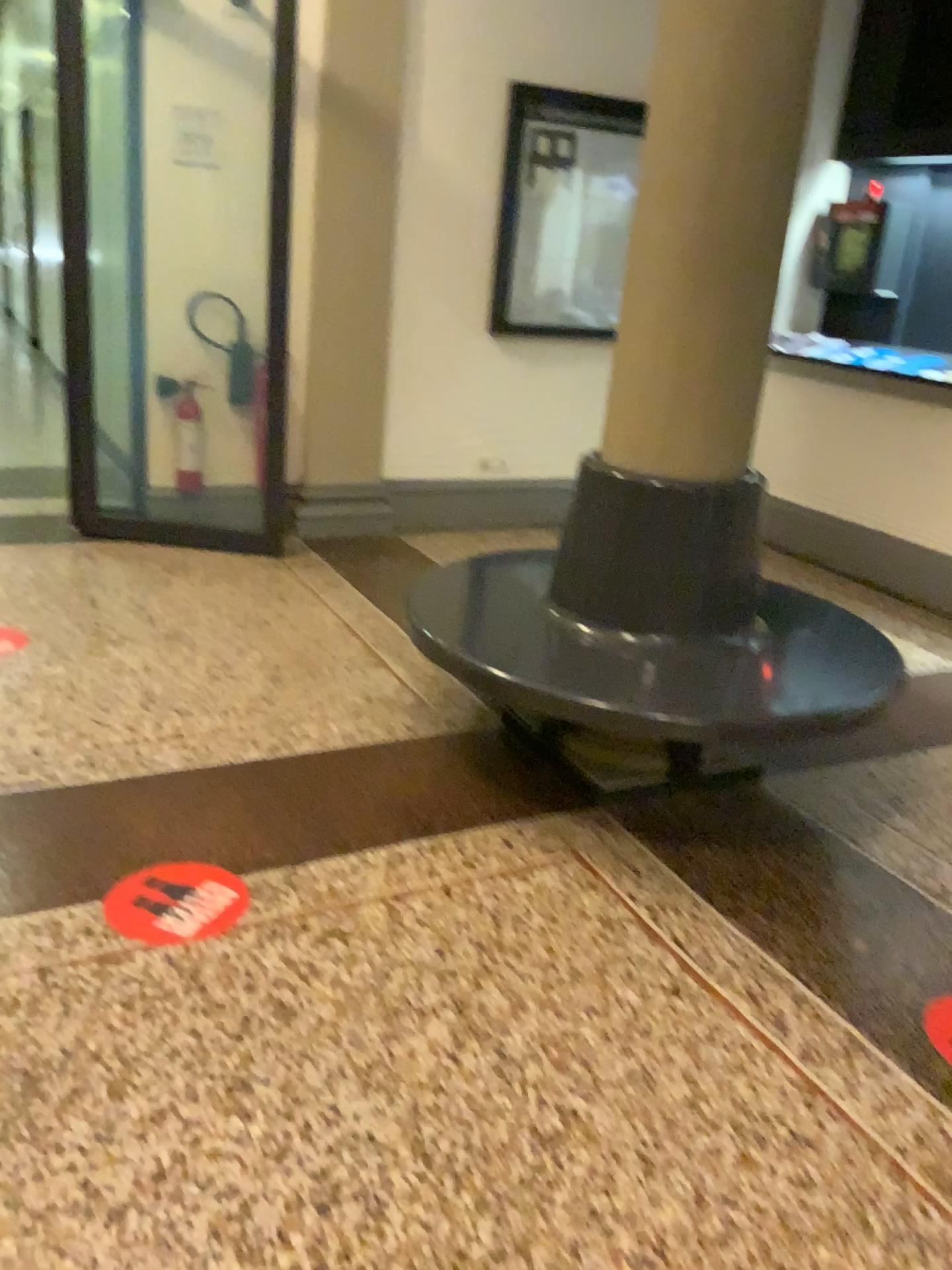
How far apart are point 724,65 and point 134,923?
→ 2.3m

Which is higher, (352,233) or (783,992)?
(352,233)

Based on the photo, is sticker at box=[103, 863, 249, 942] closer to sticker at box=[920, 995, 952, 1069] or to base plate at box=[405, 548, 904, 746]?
base plate at box=[405, 548, 904, 746]

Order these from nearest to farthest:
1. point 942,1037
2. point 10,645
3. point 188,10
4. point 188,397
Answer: point 942,1037
point 10,645
point 188,10
point 188,397

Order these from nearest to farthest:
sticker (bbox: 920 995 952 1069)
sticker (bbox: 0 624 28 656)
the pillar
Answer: sticker (bbox: 920 995 952 1069) < the pillar < sticker (bbox: 0 624 28 656)

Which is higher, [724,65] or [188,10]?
[188,10]

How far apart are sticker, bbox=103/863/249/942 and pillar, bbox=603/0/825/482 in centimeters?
140cm

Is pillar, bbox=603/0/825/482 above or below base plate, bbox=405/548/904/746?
above

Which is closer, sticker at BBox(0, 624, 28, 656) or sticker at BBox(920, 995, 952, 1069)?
sticker at BBox(920, 995, 952, 1069)

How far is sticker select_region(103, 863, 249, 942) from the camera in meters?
2.2 m
